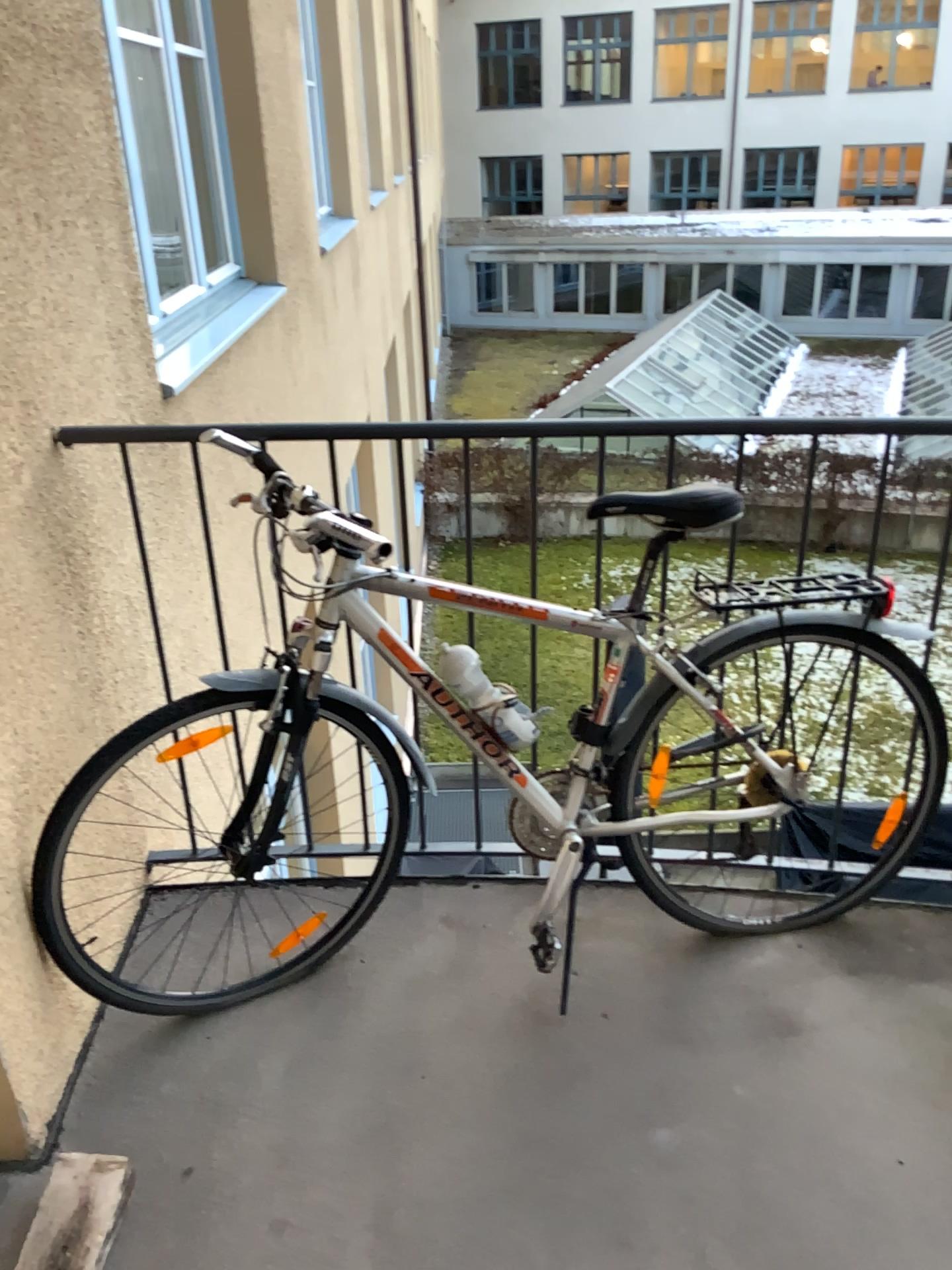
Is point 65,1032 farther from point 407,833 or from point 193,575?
point 193,575
